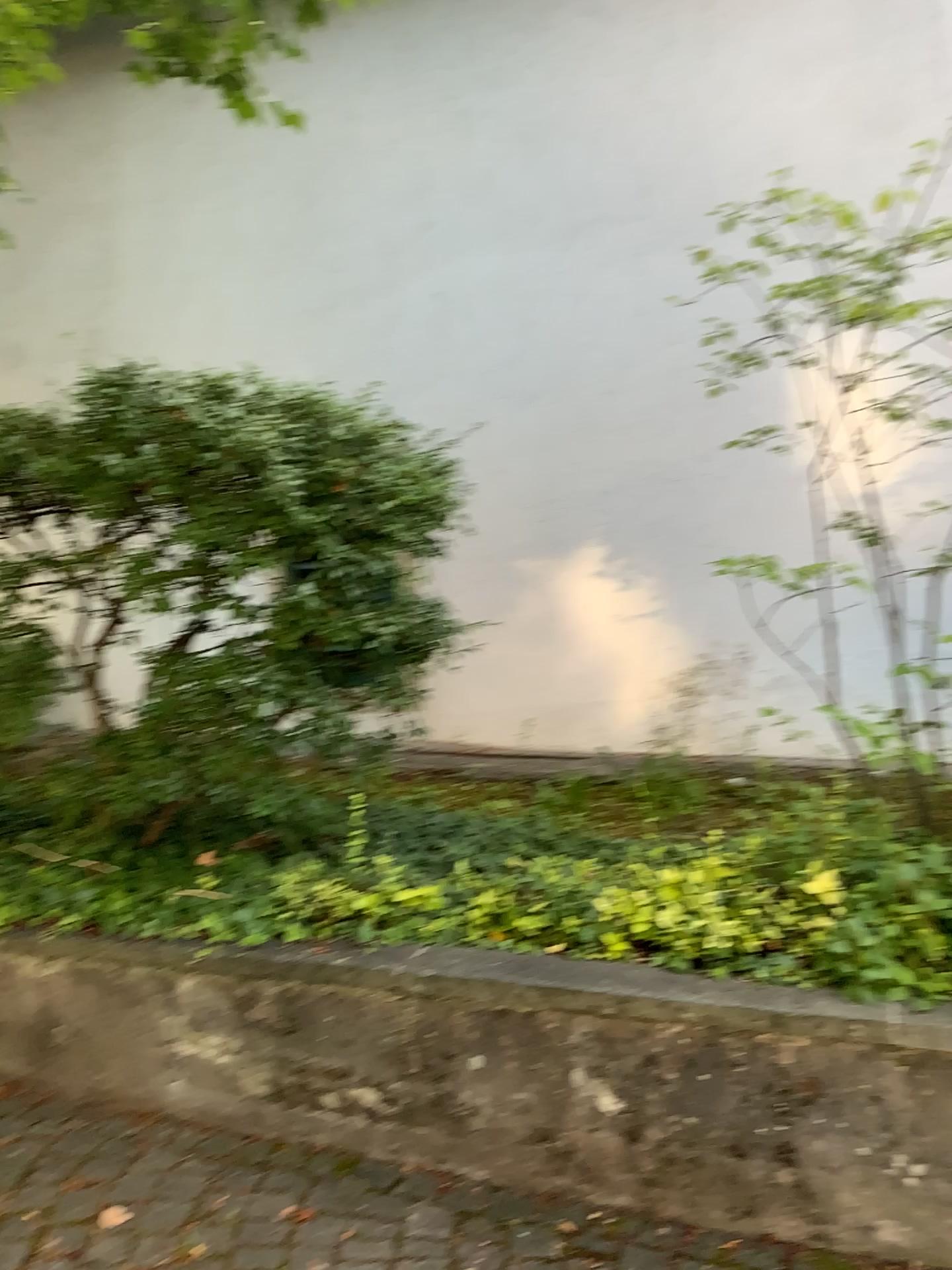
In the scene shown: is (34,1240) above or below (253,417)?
below

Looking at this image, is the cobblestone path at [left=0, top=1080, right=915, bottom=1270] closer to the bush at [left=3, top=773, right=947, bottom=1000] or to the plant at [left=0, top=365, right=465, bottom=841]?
the bush at [left=3, top=773, right=947, bottom=1000]

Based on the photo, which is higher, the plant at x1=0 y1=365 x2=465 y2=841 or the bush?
the plant at x1=0 y1=365 x2=465 y2=841

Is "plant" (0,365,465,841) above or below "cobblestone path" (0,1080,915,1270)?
above

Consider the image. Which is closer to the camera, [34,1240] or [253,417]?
[34,1240]

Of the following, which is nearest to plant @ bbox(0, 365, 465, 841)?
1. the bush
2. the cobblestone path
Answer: the bush

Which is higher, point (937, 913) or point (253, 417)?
point (253, 417)

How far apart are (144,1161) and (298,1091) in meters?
0.4

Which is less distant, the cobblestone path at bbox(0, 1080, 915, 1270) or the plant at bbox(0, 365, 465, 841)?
the cobblestone path at bbox(0, 1080, 915, 1270)
